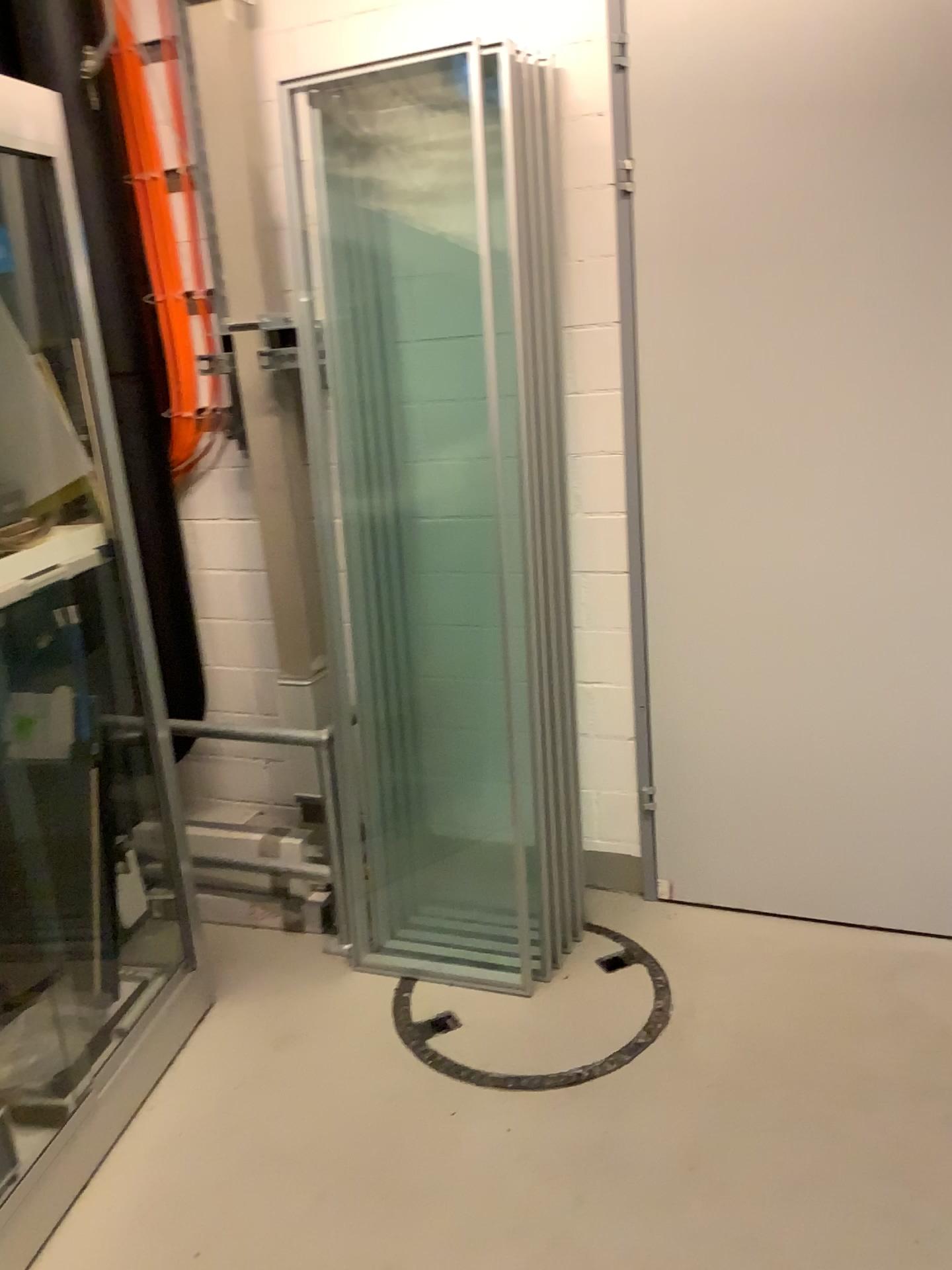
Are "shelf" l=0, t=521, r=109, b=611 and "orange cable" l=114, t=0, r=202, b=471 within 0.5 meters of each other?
no

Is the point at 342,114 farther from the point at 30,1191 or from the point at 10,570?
the point at 30,1191

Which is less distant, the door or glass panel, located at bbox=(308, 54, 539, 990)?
the door

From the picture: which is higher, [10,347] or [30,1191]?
[10,347]

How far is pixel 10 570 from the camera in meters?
2.0

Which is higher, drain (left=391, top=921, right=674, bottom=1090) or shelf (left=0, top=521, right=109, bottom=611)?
shelf (left=0, top=521, right=109, bottom=611)

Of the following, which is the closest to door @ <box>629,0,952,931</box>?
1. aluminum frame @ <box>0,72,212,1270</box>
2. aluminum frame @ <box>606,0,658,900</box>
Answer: aluminum frame @ <box>606,0,658,900</box>

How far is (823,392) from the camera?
2.3 meters

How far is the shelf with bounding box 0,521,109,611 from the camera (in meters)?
2.01

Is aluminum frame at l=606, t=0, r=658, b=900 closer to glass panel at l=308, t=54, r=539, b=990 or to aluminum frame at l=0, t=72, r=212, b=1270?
glass panel at l=308, t=54, r=539, b=990
